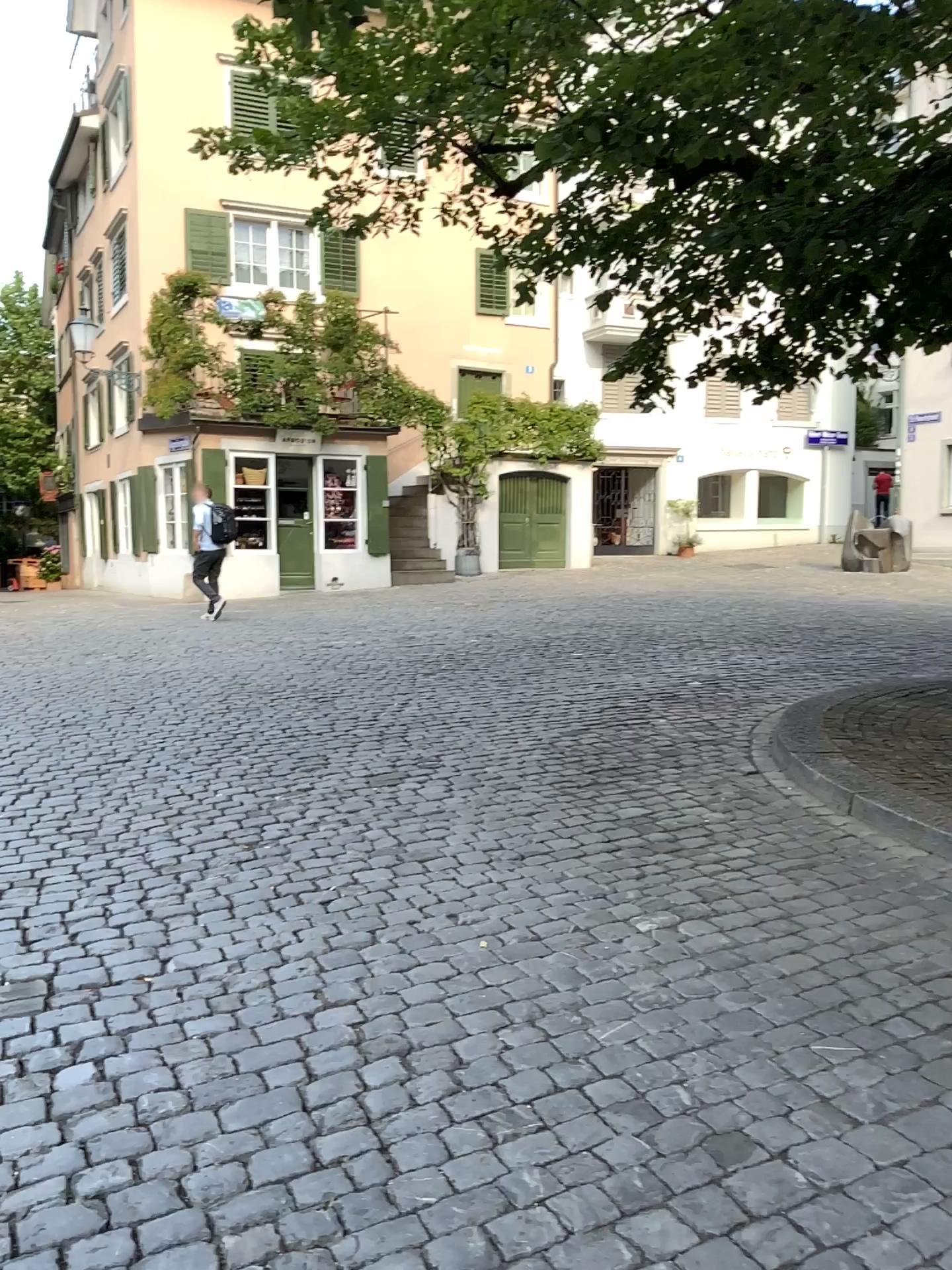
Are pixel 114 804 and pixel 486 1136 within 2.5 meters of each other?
no
